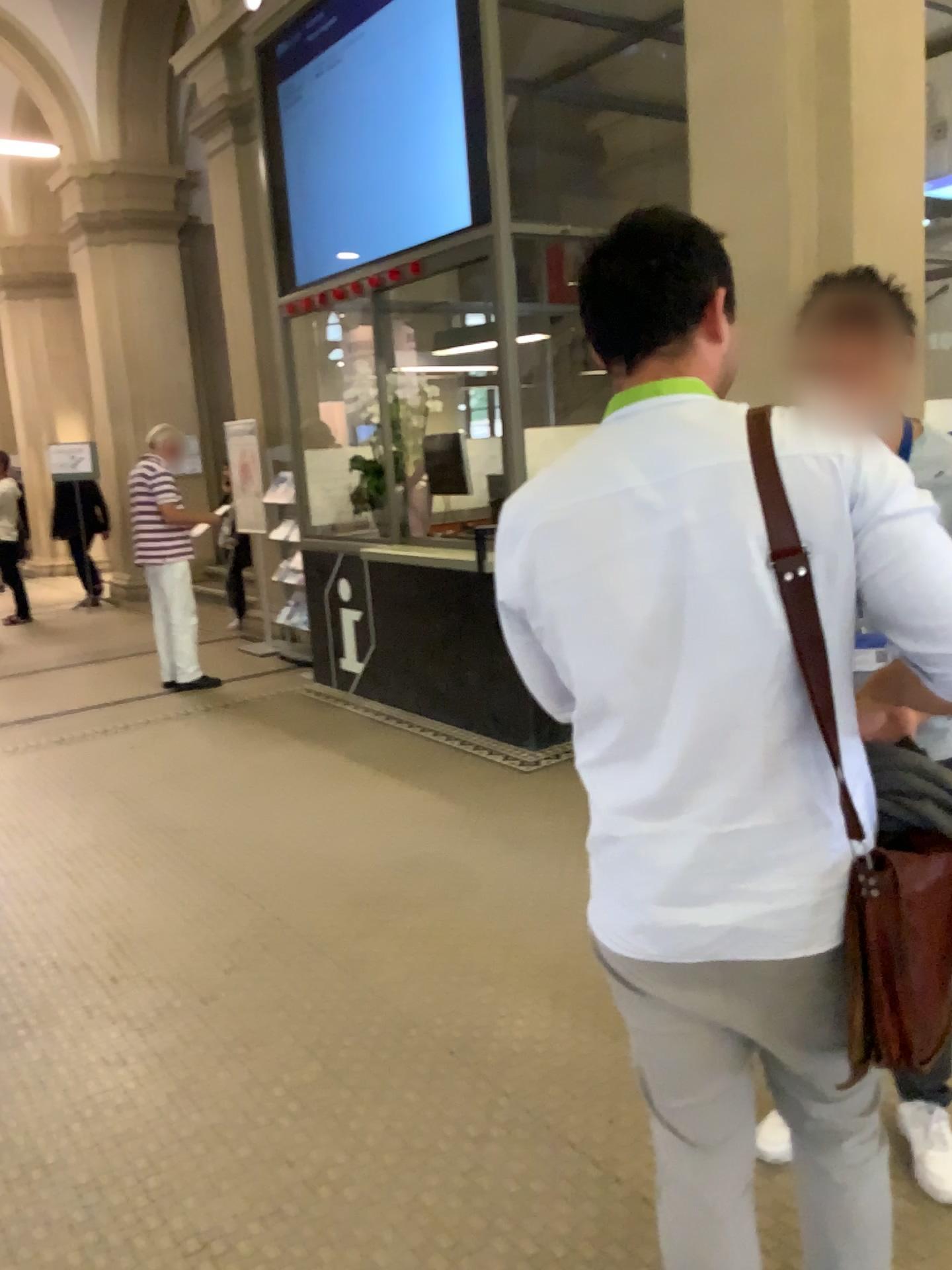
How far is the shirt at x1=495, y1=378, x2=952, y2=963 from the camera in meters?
1.2

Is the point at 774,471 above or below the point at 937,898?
above

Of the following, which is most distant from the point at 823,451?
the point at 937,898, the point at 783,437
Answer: the point at 937,898

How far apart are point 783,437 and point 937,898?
0.6 meters

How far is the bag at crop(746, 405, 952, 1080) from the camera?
1.26m

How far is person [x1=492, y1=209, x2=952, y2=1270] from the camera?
1.20m

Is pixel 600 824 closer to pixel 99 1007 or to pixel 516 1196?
pixel 516 1196
